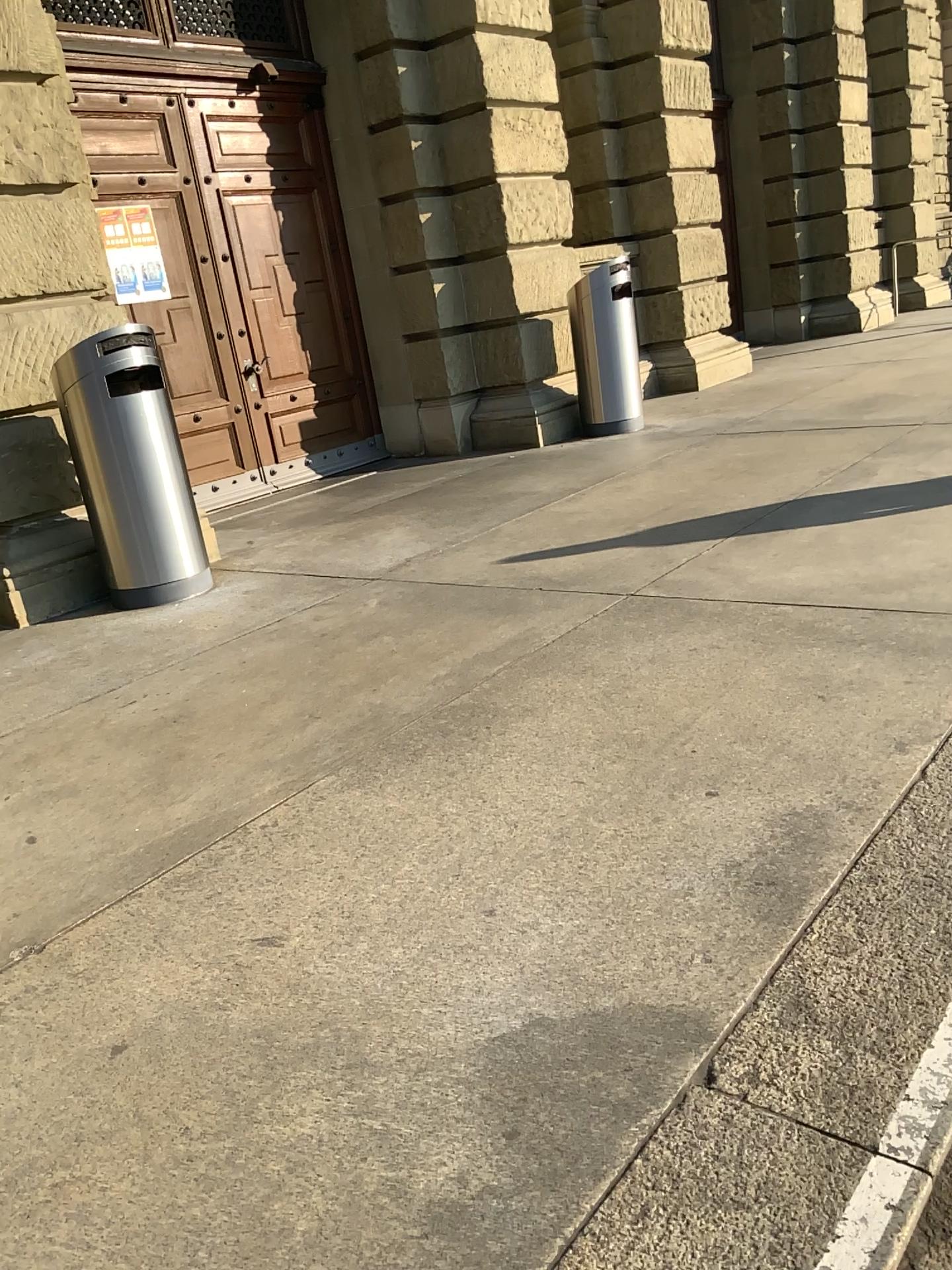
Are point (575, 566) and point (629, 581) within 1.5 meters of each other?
yes
